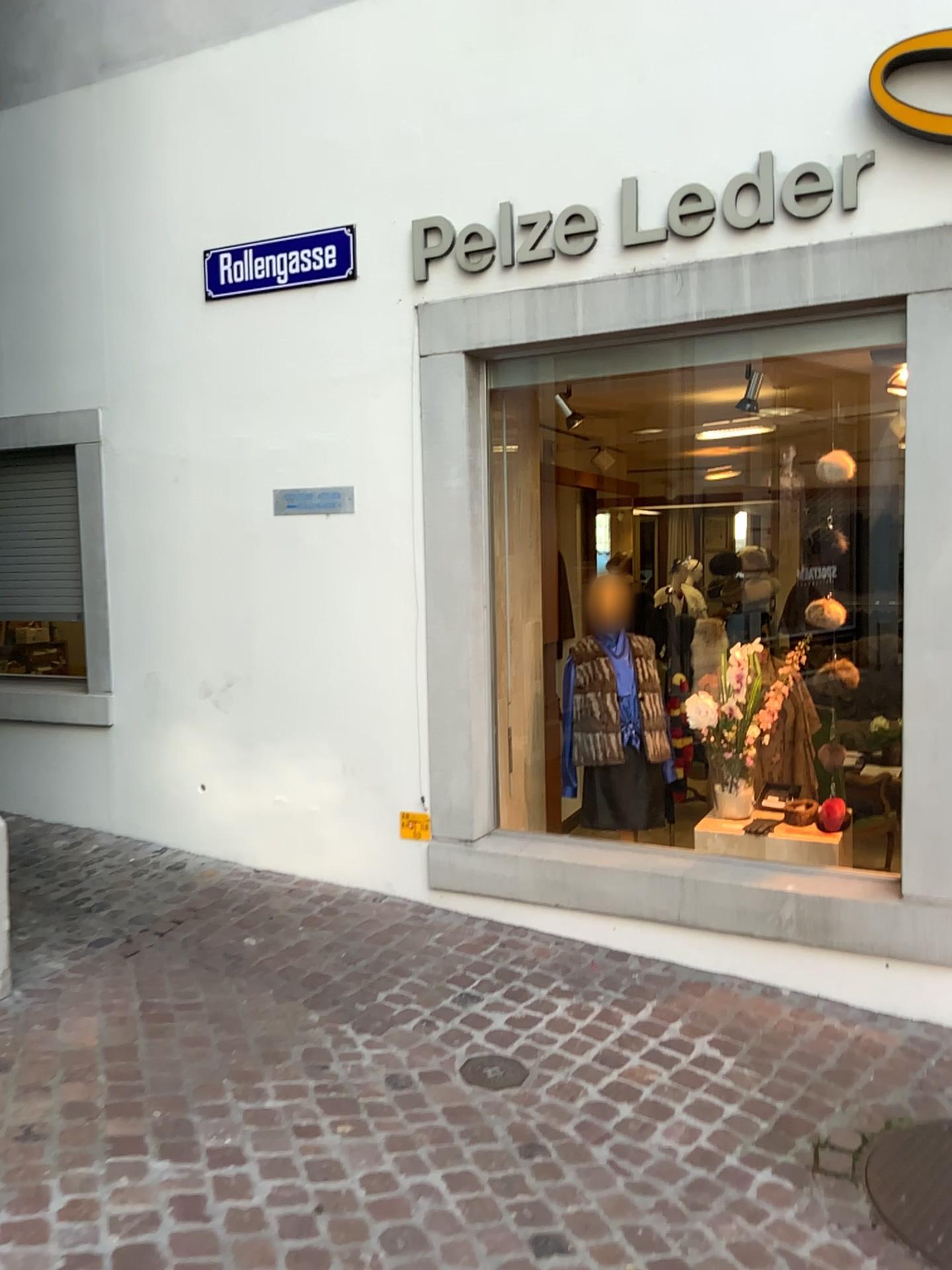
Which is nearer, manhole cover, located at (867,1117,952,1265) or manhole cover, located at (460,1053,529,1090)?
manhole cover, located at (867,1117,952,1265)

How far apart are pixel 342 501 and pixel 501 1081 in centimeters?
232cm

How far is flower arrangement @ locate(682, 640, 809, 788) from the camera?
4.2m

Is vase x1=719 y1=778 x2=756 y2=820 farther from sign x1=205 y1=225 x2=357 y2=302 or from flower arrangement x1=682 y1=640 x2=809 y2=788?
sign x1=205 y1=225 x2=357 y2=302

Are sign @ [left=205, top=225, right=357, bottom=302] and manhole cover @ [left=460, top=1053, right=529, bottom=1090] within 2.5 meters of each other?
no

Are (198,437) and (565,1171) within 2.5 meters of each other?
no

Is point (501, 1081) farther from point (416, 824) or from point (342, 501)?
point (342, 501)

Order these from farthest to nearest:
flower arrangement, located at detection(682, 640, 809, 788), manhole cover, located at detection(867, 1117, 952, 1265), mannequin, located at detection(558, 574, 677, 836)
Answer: mannequin, located at detection(558, 574, 677, 836) → flower arrangement, located at detection(682, 640, 809, 788) → manhole cover, located at detection(867, 1117, 952, 1265)

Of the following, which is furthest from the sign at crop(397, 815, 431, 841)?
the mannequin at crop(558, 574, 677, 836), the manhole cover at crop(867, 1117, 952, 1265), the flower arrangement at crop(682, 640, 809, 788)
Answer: the manhole cover at crop(867, 1117, 952, 1265)

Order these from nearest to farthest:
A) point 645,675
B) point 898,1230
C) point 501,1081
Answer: point 898,1230 → point 501,1081 → point 645,675
